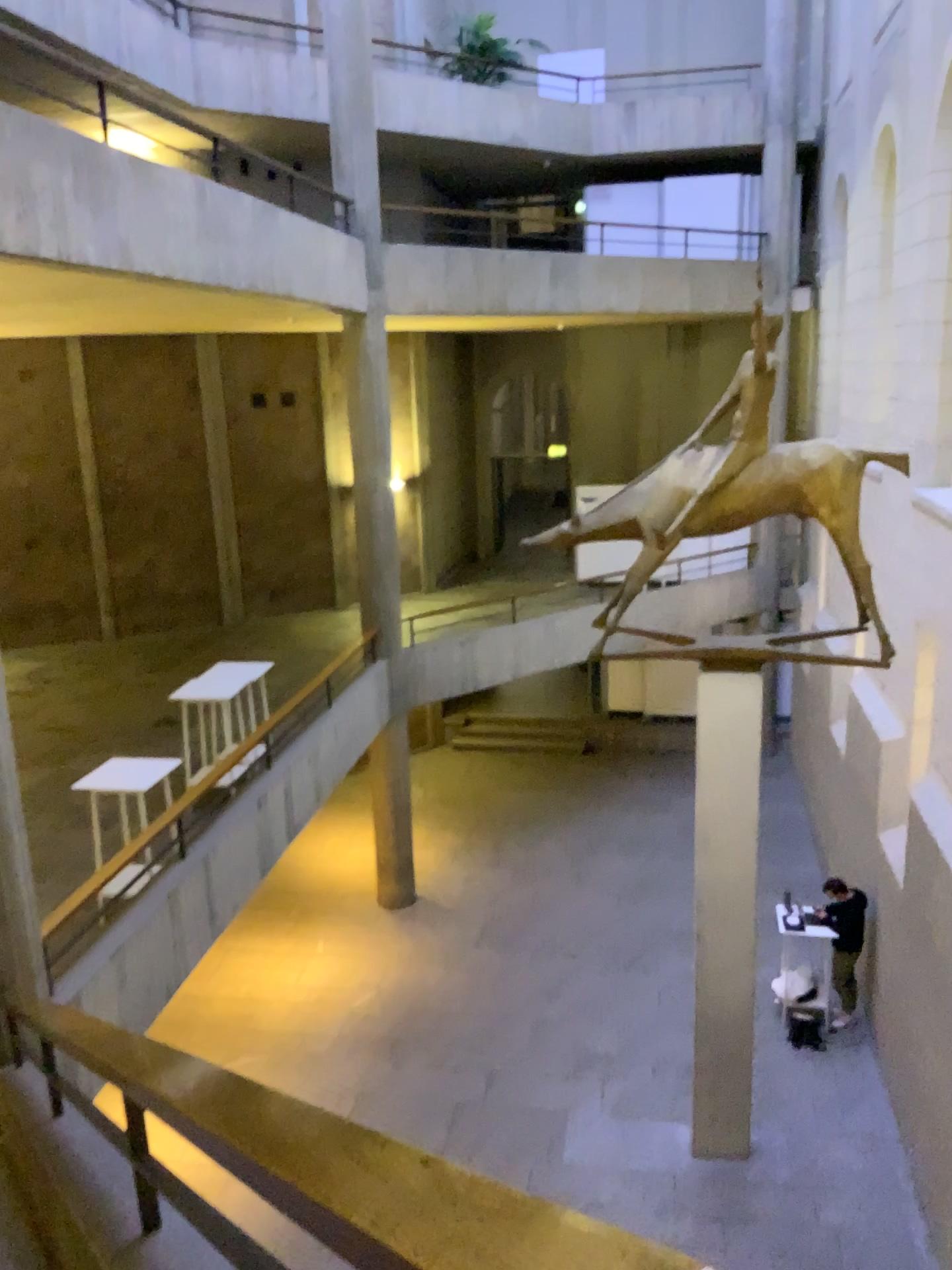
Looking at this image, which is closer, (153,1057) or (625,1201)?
(625,1201)
